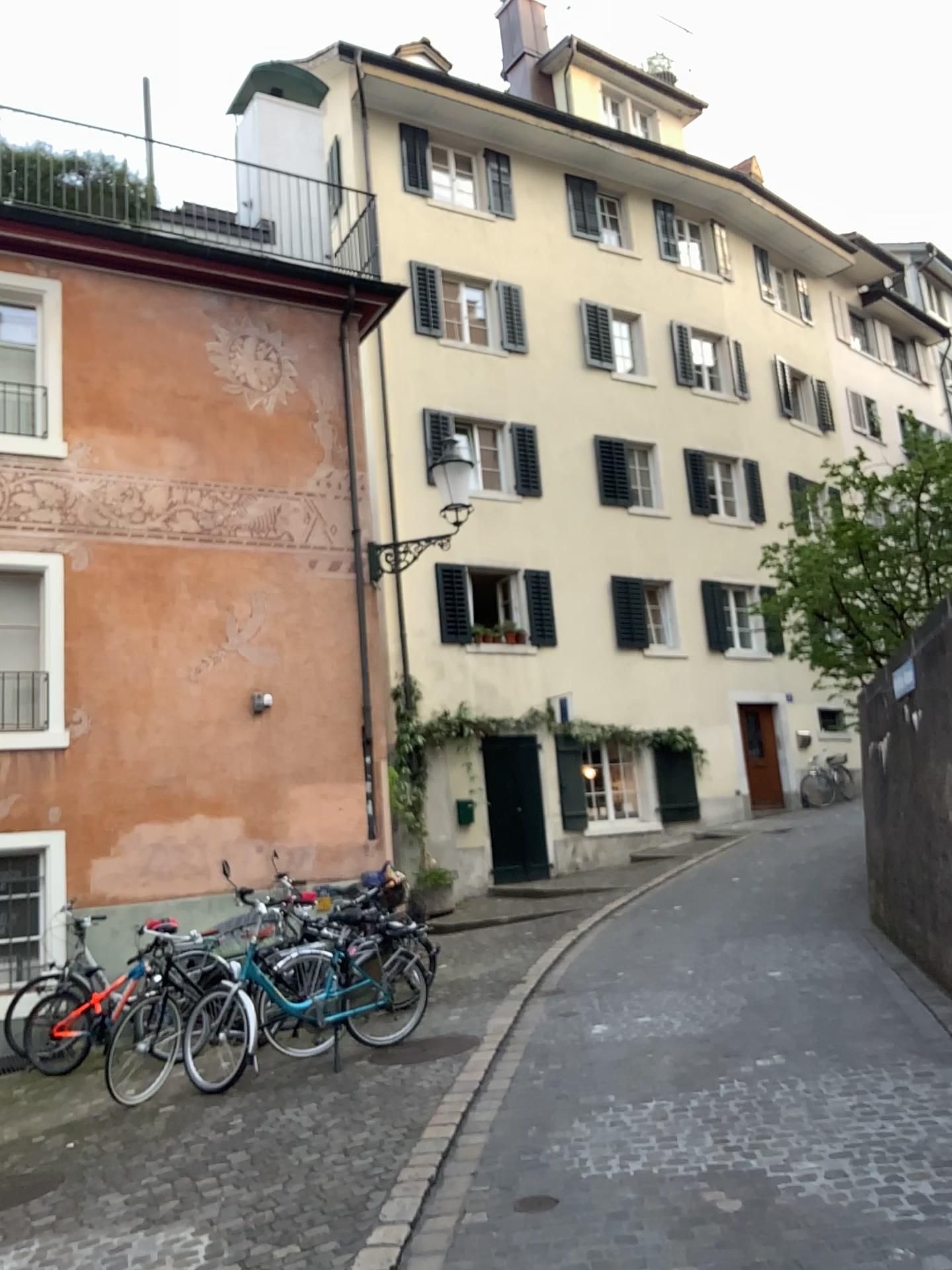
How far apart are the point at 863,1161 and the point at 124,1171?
3.22m
